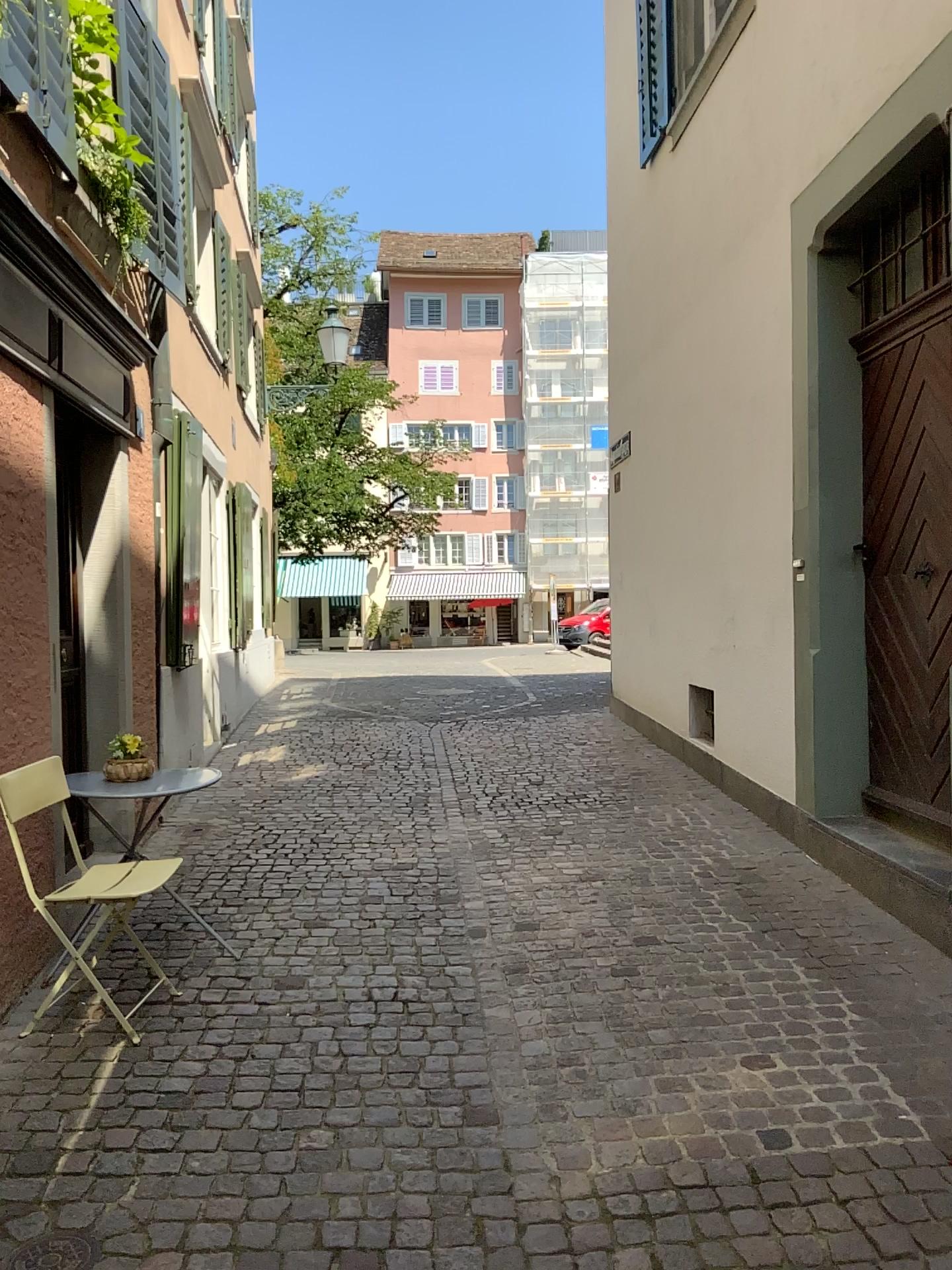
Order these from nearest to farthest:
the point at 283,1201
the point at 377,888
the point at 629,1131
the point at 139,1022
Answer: the point at 283,1201, the point at 629,1131, the point at 139,1022, the point at 377,888

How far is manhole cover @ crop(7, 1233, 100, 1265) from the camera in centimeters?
220cm

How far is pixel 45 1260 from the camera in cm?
220
